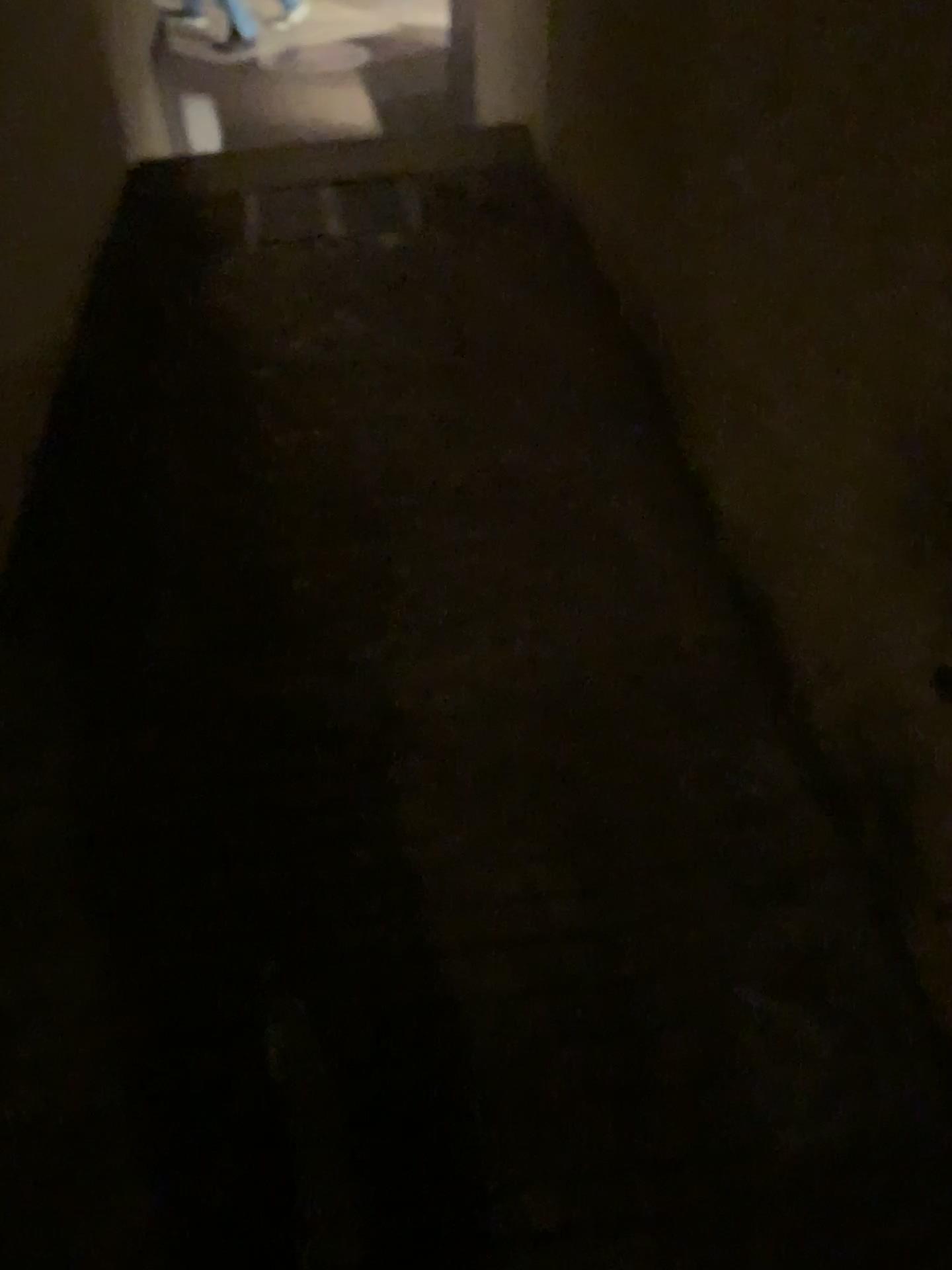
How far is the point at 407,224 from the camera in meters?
3.1 m

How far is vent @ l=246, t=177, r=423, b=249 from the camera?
3.1 meters

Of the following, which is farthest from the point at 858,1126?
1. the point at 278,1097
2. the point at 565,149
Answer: the point at 565,149
